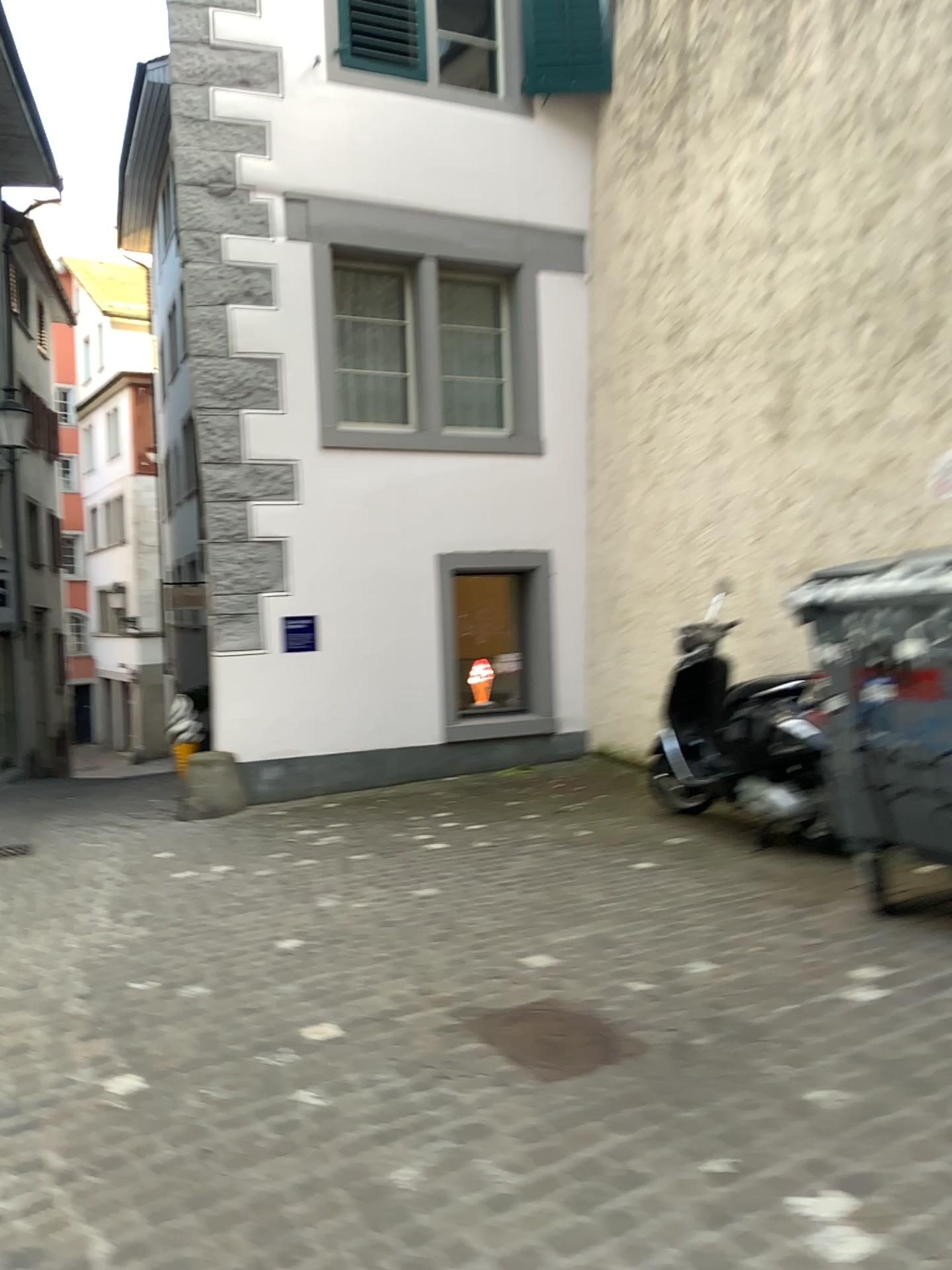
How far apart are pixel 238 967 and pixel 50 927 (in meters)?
1.35

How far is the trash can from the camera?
3.6m

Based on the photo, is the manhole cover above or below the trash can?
below

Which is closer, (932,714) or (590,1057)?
(590,1057)

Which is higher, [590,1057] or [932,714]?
[932,714]

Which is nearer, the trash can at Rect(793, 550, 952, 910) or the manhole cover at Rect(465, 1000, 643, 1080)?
the manhole cover at Rect(465, 1000, 643, 1080)

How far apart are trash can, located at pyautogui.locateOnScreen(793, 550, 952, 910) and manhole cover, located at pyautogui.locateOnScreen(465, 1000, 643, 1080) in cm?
135

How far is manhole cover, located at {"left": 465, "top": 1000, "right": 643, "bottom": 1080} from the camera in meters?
2.9 m

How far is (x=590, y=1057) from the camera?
2.9 meters
